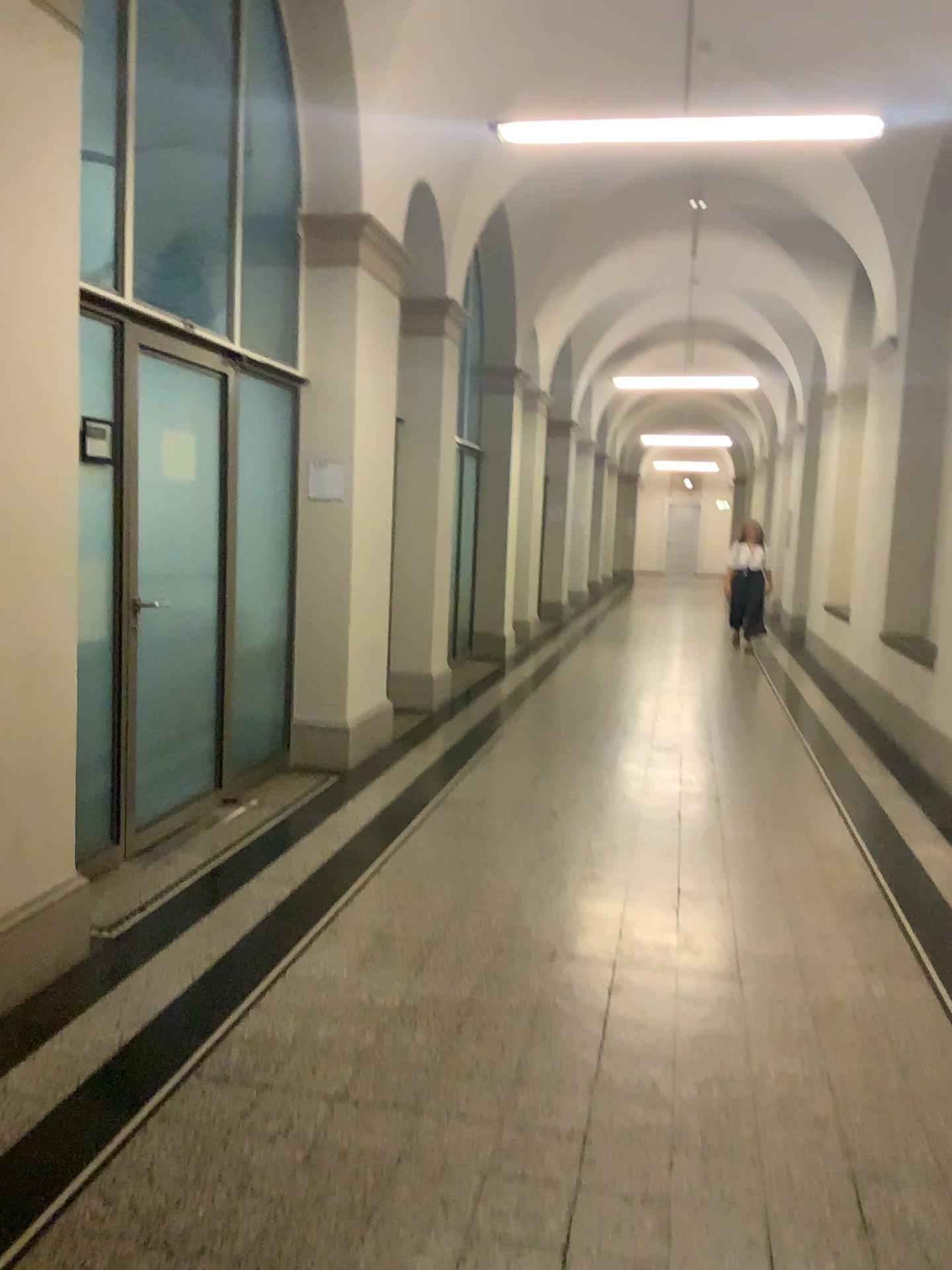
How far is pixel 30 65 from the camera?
2.9m

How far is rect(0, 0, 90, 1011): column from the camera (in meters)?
2.91

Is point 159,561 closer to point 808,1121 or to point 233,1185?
point 233,1185
